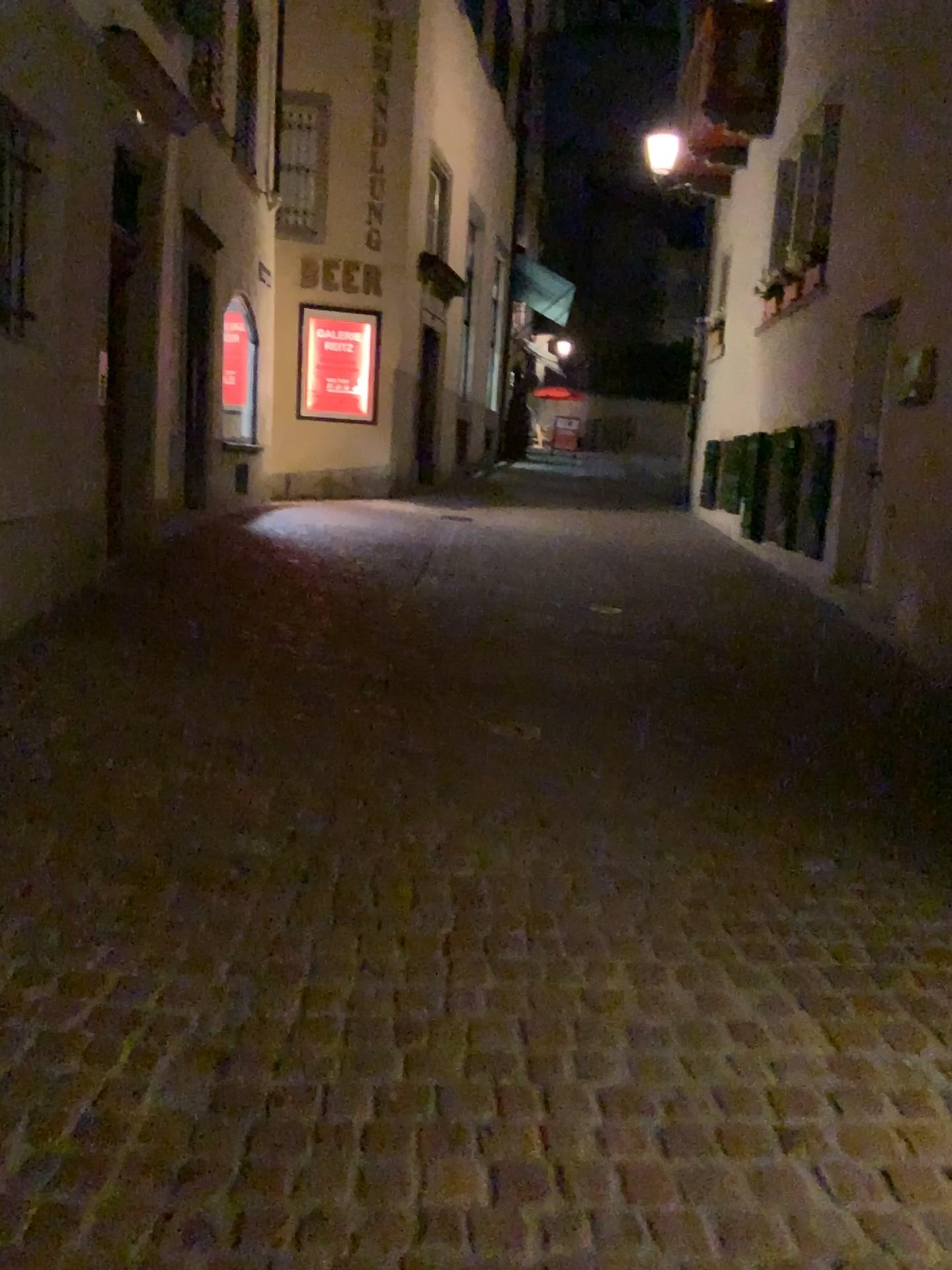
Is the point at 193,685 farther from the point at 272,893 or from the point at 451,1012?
the point at 451,1012
